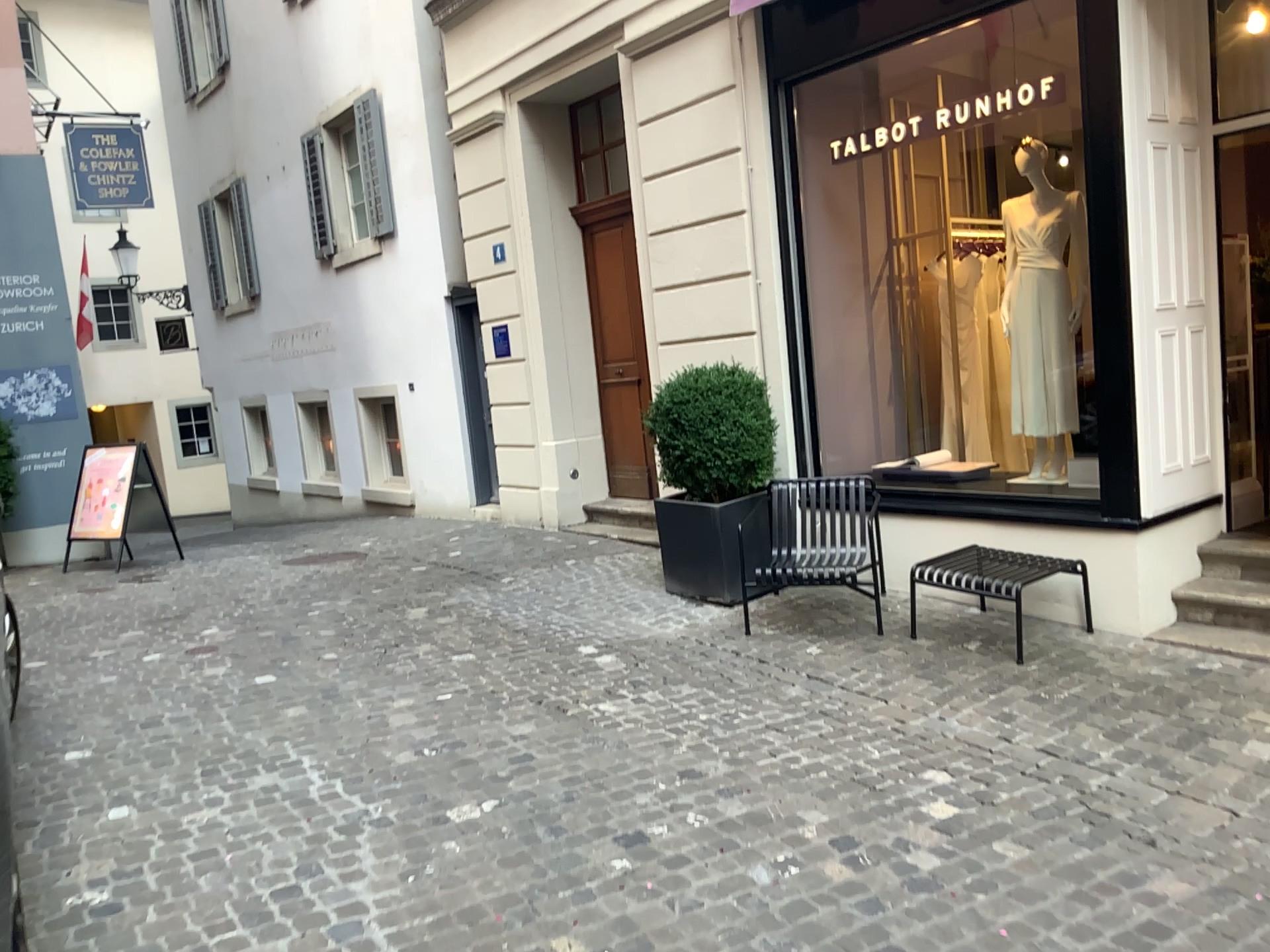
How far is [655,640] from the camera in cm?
555
